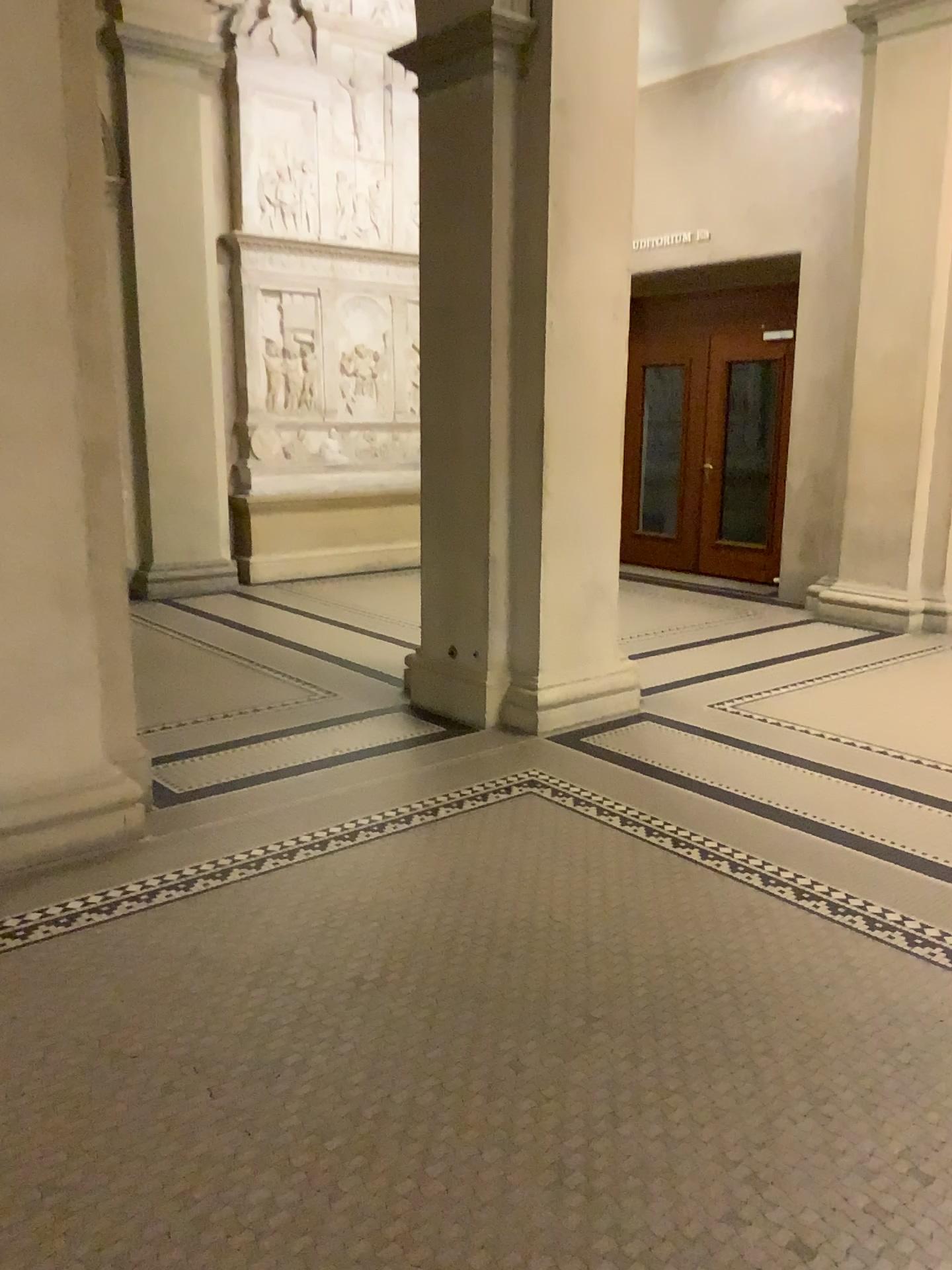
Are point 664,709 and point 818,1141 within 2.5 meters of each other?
no

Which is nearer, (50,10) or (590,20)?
(50,10)

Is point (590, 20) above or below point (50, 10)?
above

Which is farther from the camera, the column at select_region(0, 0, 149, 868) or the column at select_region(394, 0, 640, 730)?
the column at select_region(394, 0, 640, 730)
